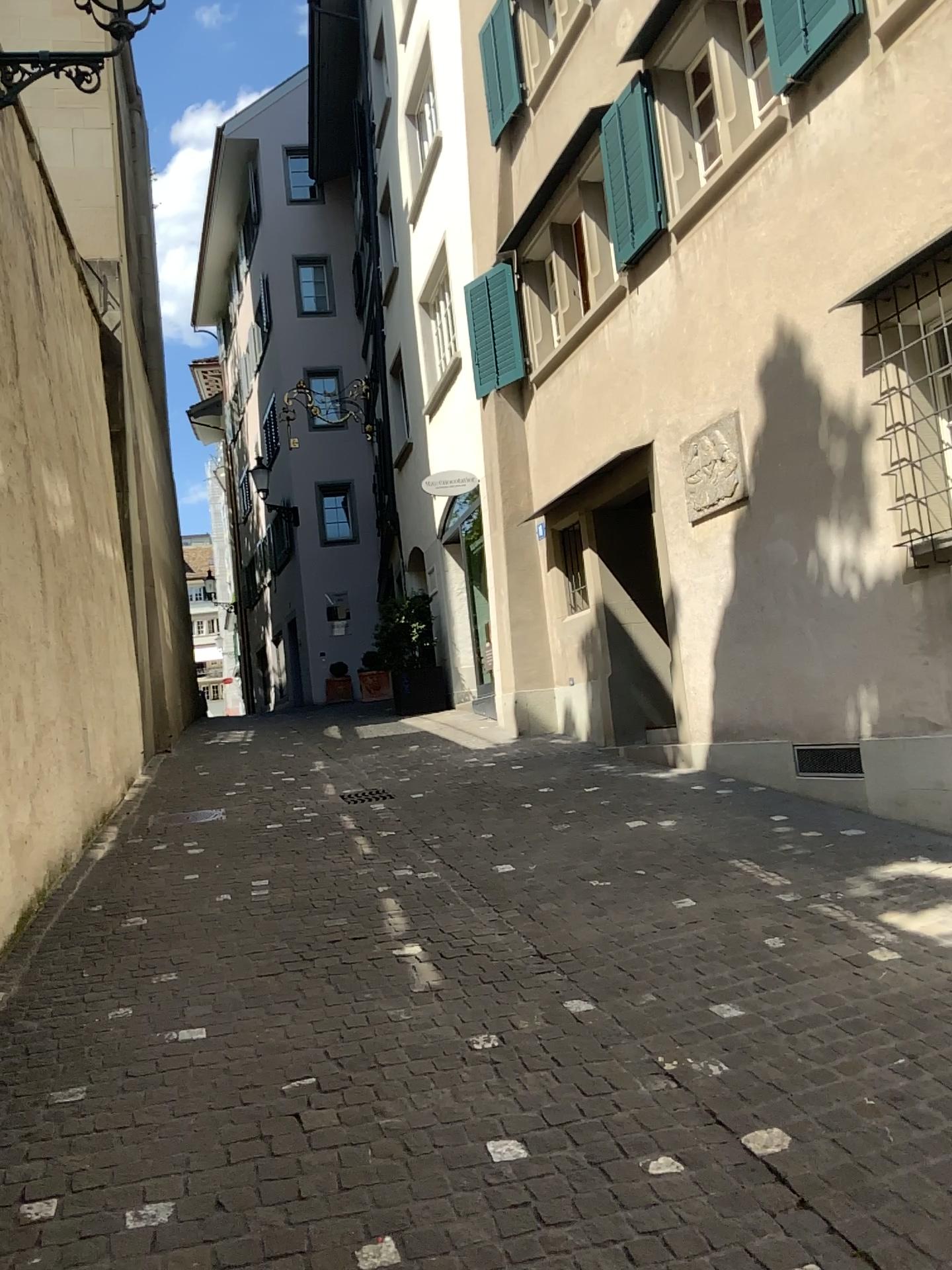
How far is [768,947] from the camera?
4.0 meters
